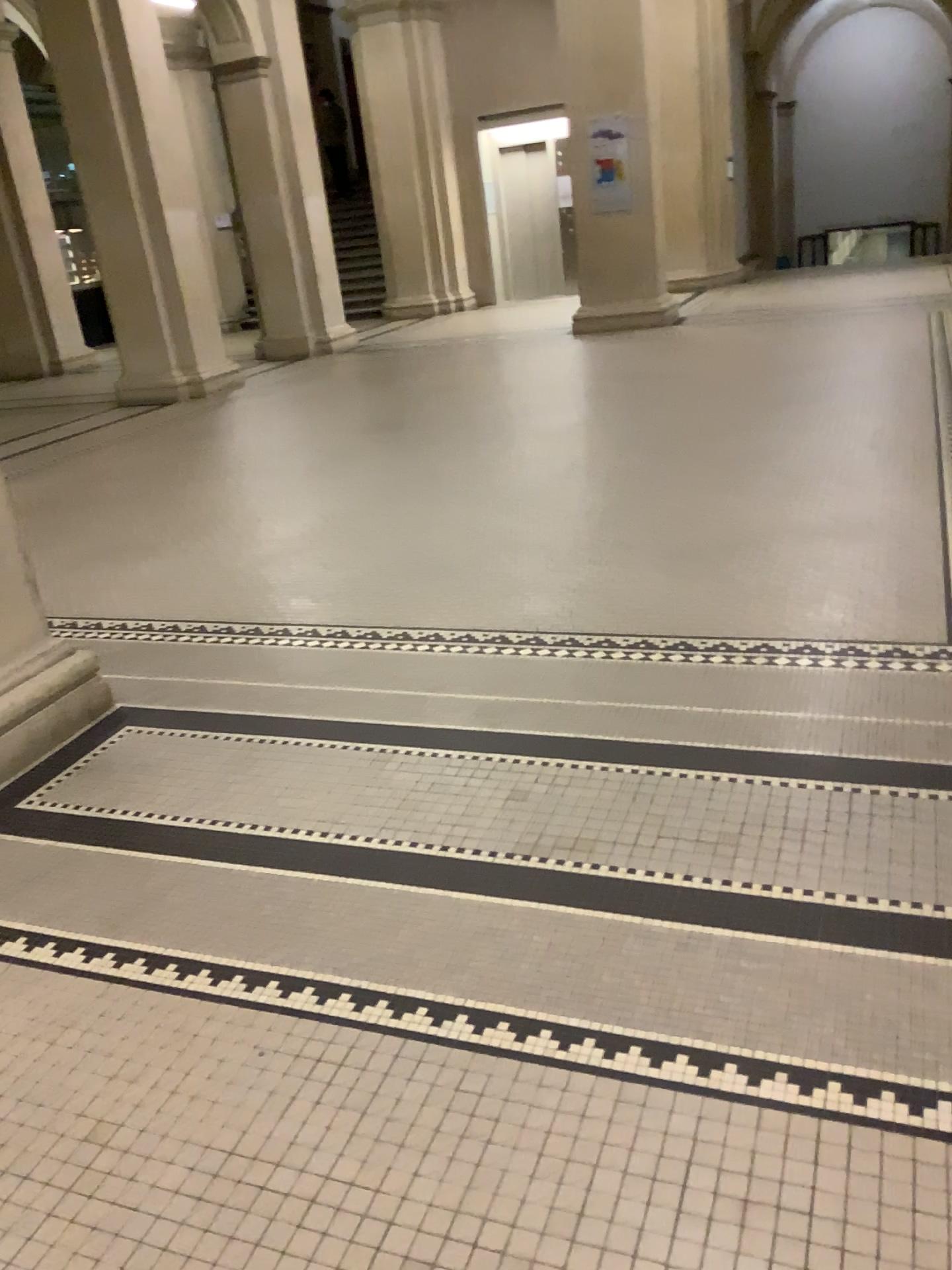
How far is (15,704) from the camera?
3.1m

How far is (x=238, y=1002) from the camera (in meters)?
2.03

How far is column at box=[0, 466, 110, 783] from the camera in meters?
3.1
